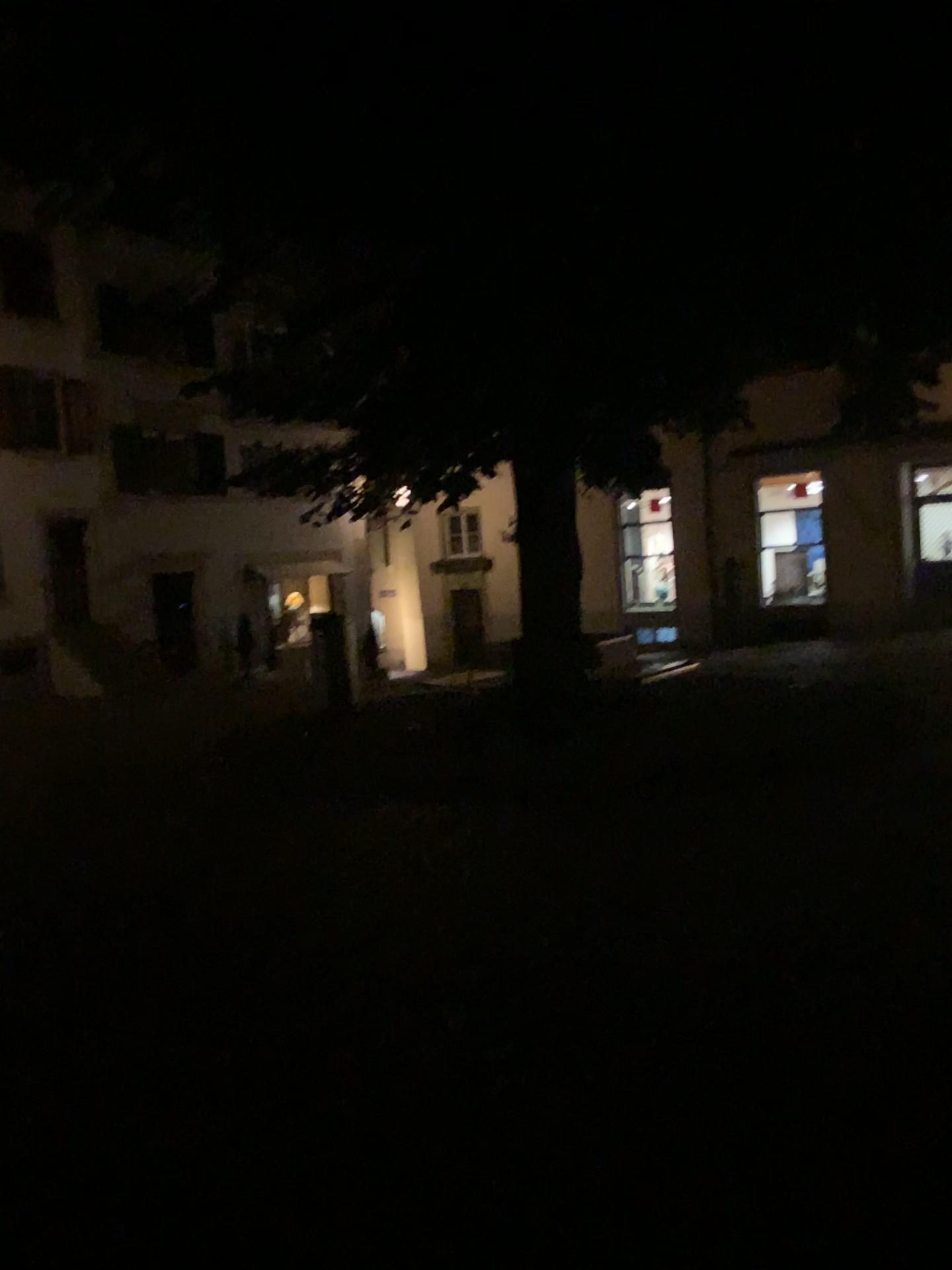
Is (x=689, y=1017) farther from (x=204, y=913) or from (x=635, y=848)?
(x=204, y=913)
